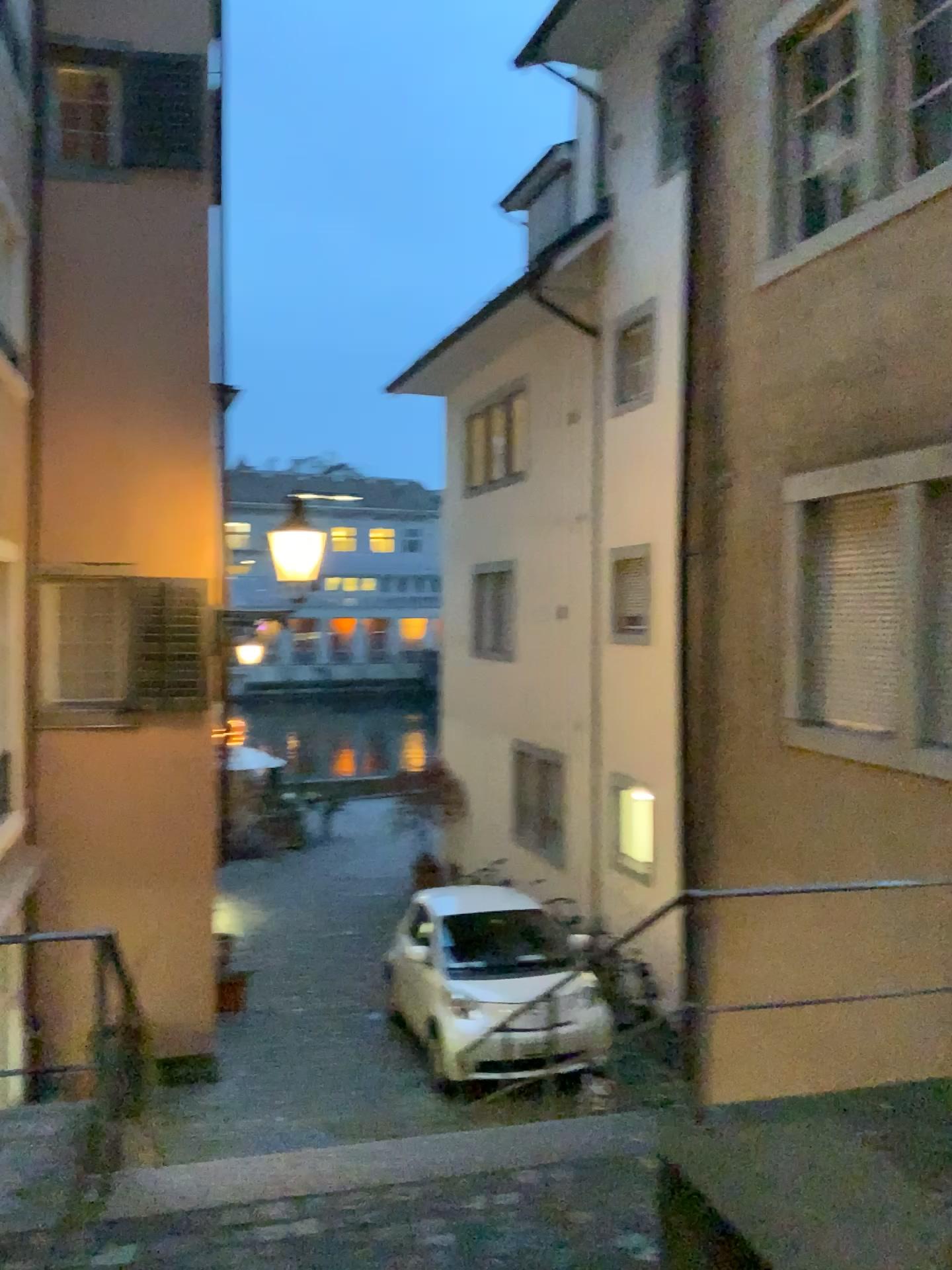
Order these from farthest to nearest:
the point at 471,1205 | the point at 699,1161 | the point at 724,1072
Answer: the point at 724,1072 → the point at 471,1205 → the point at 699,1161
